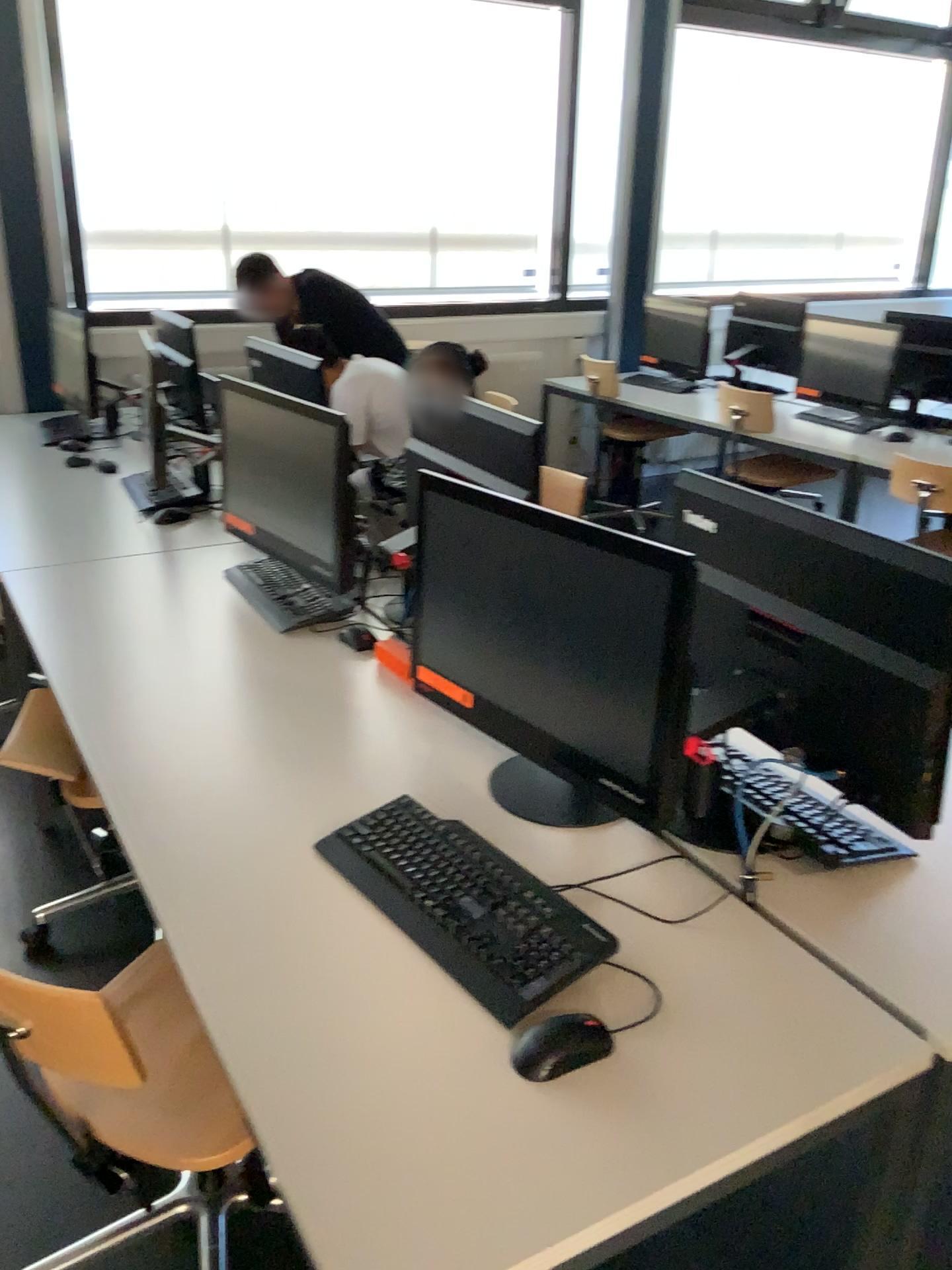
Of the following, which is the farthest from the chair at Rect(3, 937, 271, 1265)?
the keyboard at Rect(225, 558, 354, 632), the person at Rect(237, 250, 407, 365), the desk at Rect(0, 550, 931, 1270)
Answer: the person at Rect(237, 250, 407, 365)

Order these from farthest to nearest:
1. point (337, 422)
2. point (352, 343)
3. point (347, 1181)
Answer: point (352, 343) < point (337, 422) < point (347, 1181)

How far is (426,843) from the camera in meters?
1.5

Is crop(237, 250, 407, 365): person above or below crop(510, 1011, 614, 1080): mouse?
above

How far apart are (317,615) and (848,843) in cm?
127

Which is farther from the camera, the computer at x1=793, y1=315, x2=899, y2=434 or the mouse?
the computer at x1=793, y1=315, x2=899, y2=434

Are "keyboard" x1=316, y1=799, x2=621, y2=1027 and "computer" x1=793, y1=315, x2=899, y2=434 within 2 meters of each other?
no

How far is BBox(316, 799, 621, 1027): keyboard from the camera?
1.3 meters

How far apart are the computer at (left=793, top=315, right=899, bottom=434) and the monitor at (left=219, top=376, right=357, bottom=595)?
2.87m

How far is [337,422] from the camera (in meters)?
2.28
